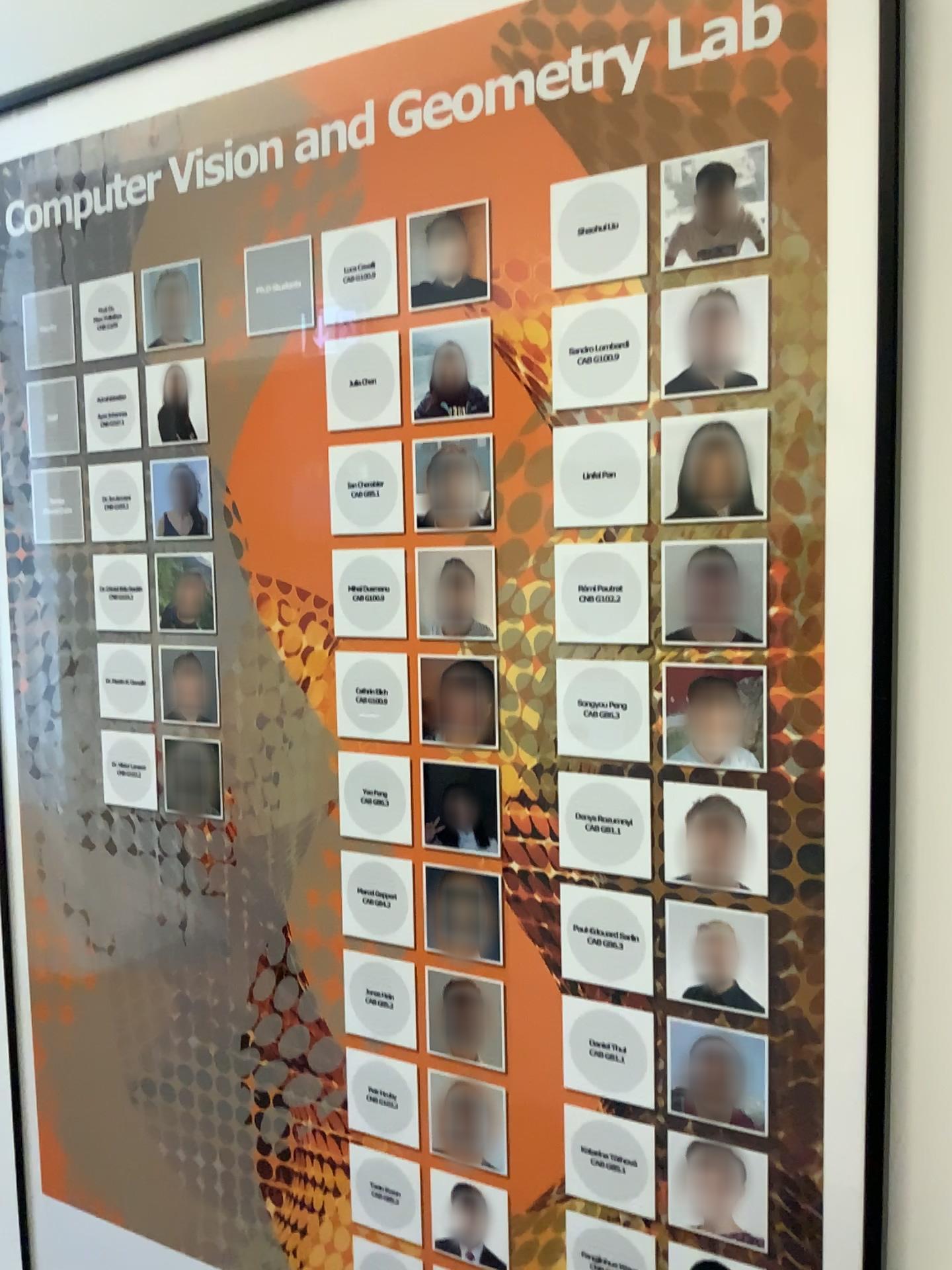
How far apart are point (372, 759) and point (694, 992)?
0.32m

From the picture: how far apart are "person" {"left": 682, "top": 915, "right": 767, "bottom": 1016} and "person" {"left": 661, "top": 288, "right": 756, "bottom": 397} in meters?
0.4

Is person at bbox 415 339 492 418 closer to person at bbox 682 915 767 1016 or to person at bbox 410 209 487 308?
person at bbox 410 209 487 308

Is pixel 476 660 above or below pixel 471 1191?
above

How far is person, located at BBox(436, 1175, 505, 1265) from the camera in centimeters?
88cm

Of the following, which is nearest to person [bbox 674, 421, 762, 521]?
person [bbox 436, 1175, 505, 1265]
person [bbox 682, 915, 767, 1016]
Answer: person [bbox 682, 915, 767, 1016]

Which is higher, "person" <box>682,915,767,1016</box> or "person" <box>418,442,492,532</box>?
"person" <box>418,442,492,532</box>

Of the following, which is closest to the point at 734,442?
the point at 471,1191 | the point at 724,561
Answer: the point at 724,561

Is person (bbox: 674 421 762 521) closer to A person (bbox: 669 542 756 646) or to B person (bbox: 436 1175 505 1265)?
A person (bbox: 669 542 756 646)

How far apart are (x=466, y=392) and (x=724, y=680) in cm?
30
